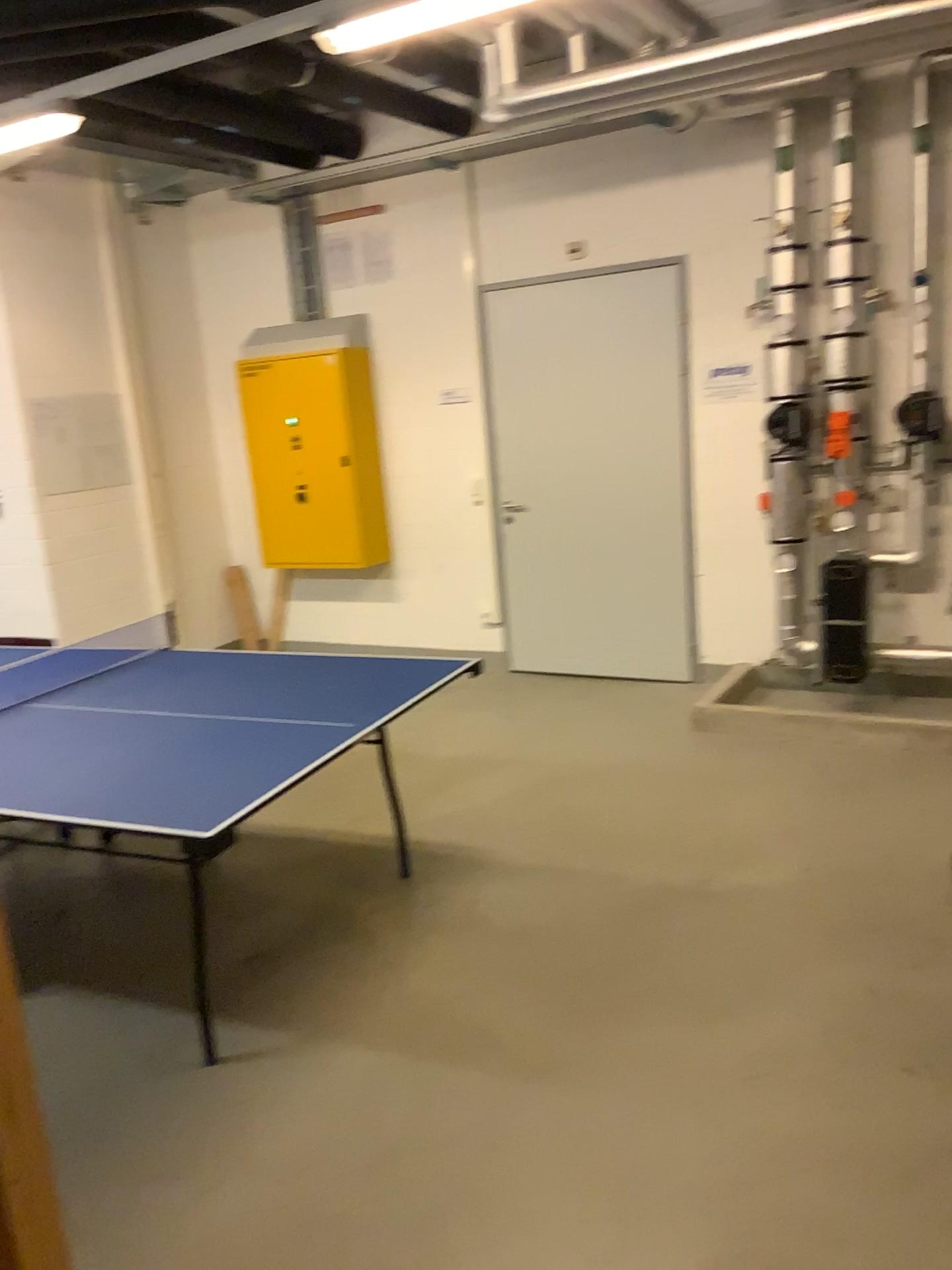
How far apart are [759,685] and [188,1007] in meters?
3.2 m
